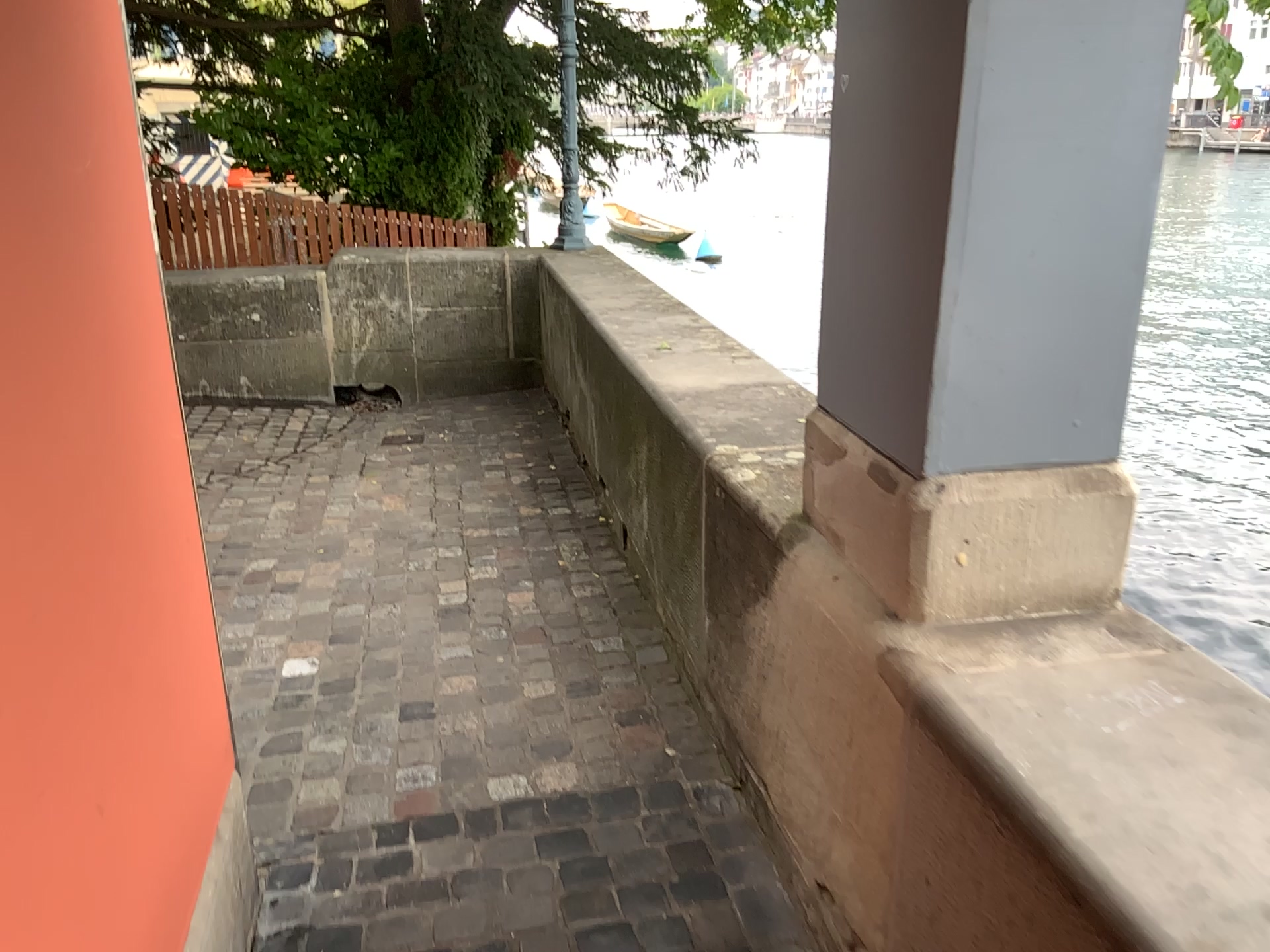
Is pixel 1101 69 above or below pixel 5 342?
above

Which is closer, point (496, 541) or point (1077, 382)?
point (1077, 382)

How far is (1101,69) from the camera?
1.3m

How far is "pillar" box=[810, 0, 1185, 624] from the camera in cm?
135
